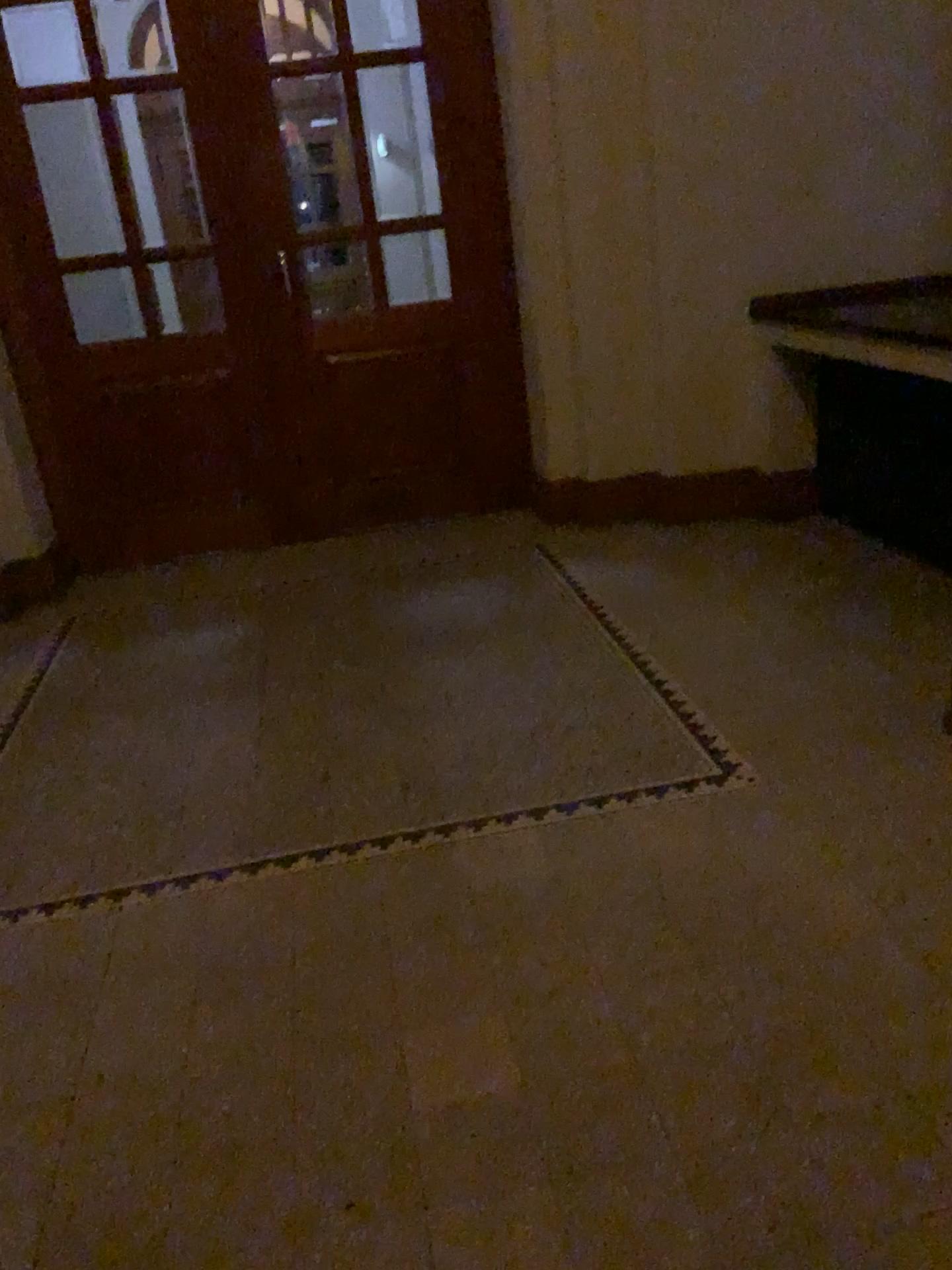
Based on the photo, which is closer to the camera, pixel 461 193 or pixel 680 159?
pixel 680 159

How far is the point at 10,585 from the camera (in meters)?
4.71

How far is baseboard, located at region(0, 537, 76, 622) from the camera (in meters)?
4.71
